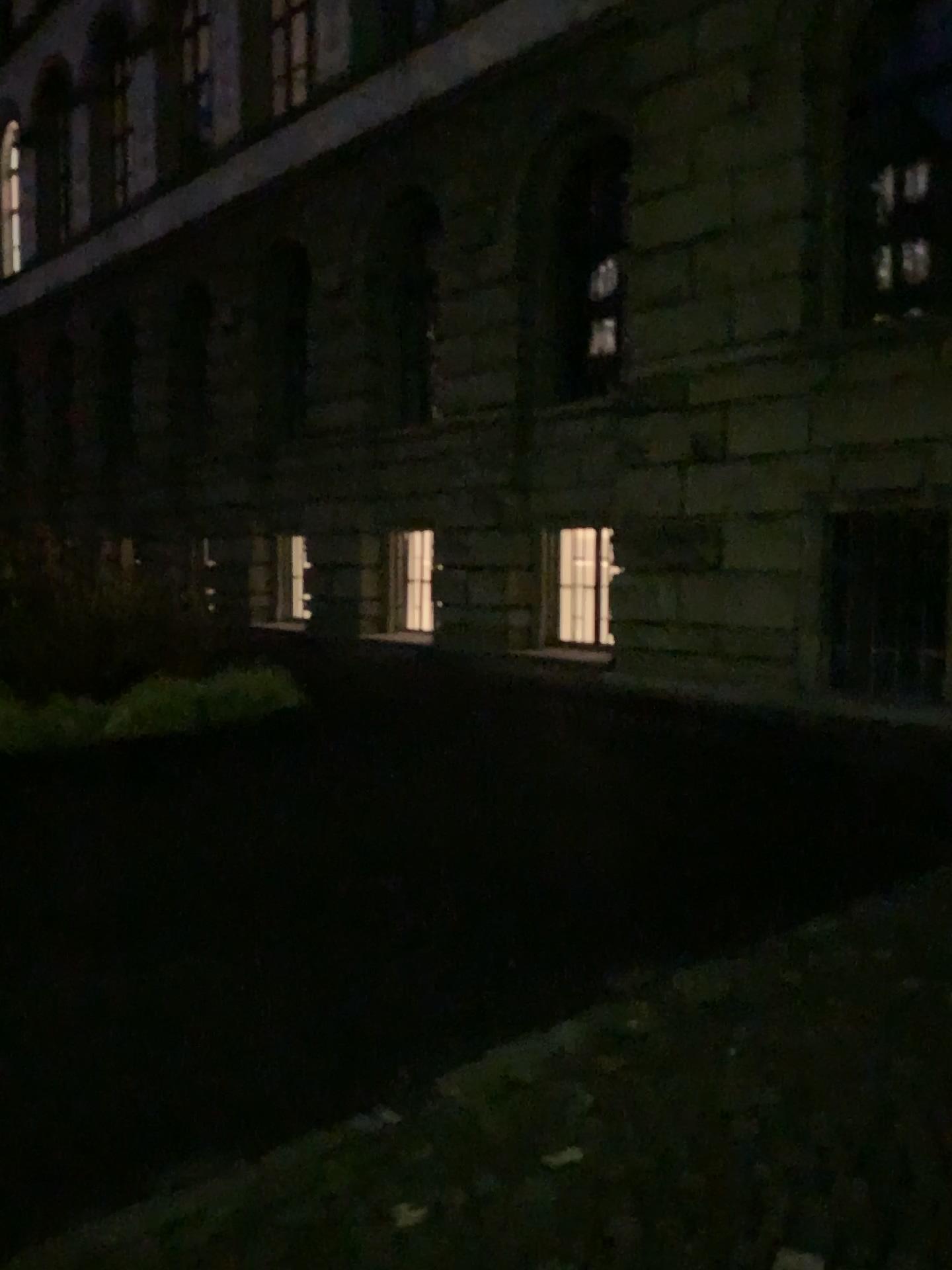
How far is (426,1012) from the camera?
3.22m
